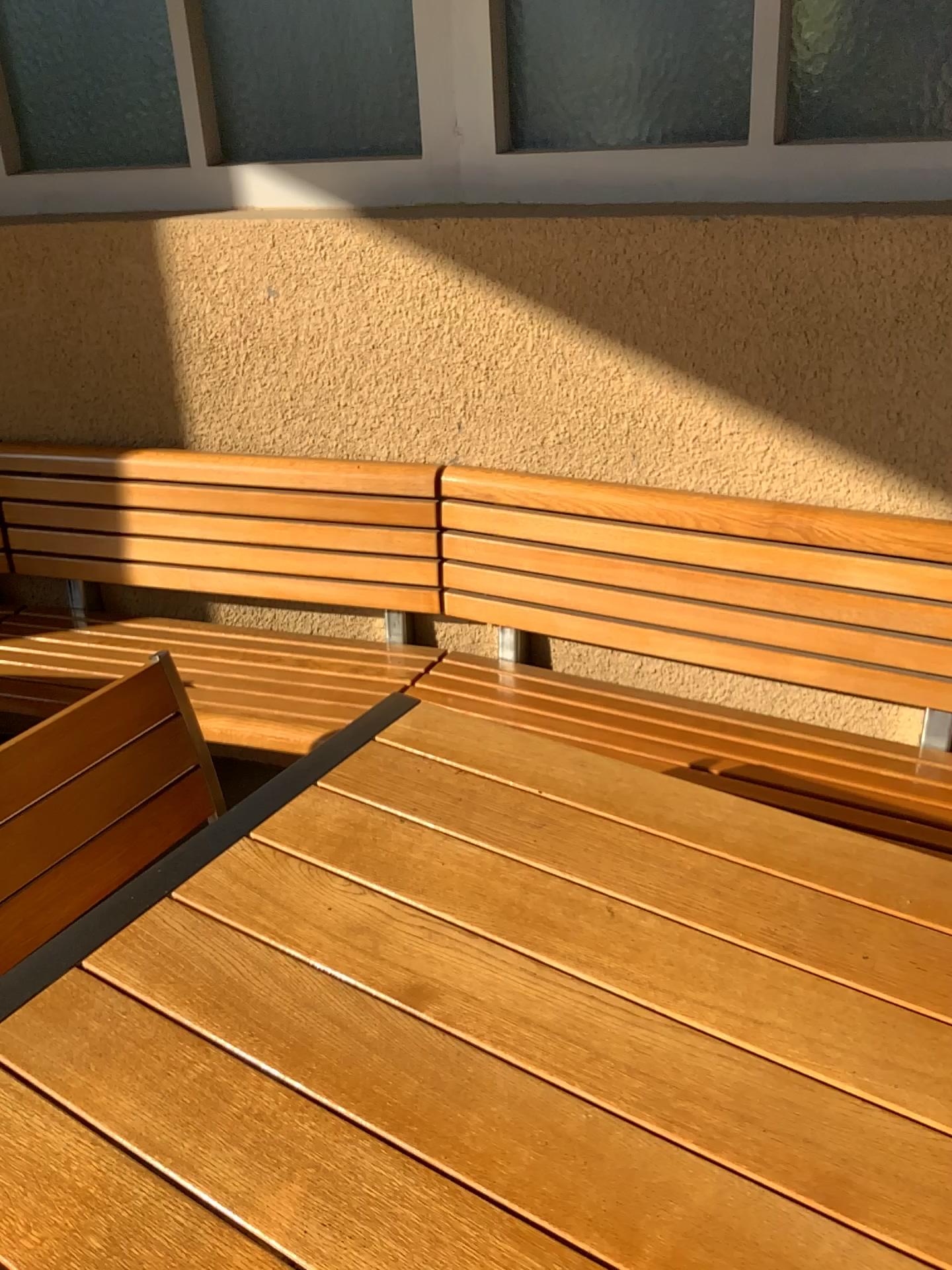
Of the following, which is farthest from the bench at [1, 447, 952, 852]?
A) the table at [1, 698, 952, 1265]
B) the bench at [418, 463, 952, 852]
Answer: the table at [1, 698, 952, 1265]

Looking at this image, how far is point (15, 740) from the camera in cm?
117

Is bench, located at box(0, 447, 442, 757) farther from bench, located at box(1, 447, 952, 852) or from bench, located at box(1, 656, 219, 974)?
bench, located at box(1, 656, 219, 974)

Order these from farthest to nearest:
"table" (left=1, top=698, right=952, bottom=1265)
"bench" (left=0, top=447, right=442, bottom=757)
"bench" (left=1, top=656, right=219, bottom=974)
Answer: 1. "bench" (left=0, top=447, right=442, bottom=757)
2. "bench" (left=1, top=656, right=219, bottom=974)
3. "table" (left=1, top=698, right=952, bottom=1265)

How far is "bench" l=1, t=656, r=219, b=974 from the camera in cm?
117

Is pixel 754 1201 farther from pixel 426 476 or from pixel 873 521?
pixel 426 476

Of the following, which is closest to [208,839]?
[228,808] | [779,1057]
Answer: [228,808]

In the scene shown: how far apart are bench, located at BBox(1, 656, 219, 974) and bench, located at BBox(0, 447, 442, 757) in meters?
0.5 m

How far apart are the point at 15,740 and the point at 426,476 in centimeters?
109cm

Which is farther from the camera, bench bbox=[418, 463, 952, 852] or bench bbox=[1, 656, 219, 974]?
bench bbox=[418, 463, 952, 852]
